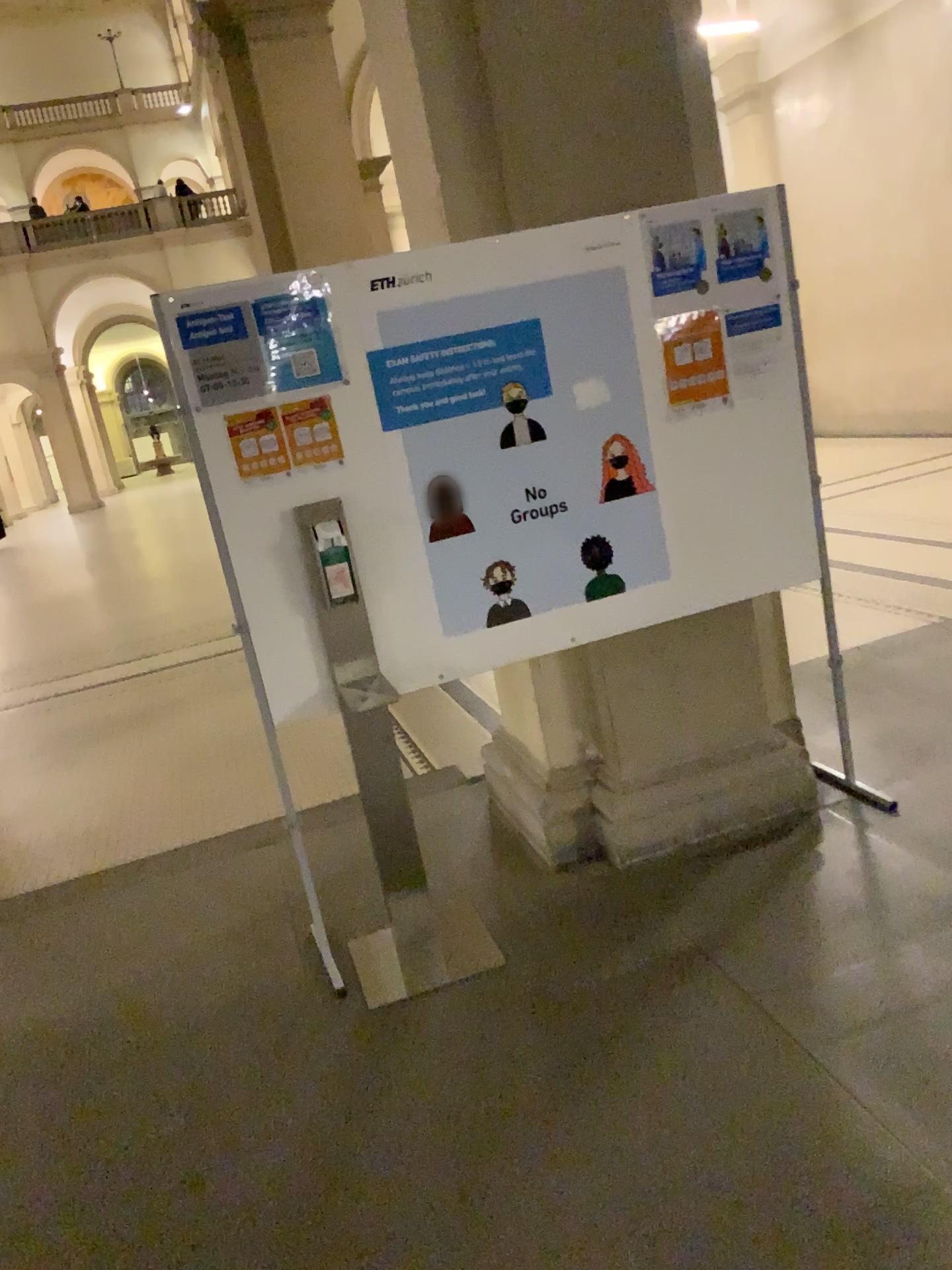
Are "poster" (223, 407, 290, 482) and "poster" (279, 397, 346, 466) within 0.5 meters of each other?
yes

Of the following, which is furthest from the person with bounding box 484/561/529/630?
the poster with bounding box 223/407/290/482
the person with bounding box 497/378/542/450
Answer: the poster with bounding box 223/407/290/482

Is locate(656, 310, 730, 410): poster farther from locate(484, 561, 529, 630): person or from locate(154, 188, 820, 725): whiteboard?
locate(484, 561, 529, 630): person

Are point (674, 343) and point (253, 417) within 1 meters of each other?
no

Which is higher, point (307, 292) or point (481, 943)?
point (307, 292)

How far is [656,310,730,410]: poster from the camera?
3.1m

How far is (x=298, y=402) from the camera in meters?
2.8 m

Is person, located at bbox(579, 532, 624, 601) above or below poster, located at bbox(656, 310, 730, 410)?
below

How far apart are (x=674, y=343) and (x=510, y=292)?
0.5m

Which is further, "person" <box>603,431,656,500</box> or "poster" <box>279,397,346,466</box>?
"person" <box>603,431,656,500</box>
